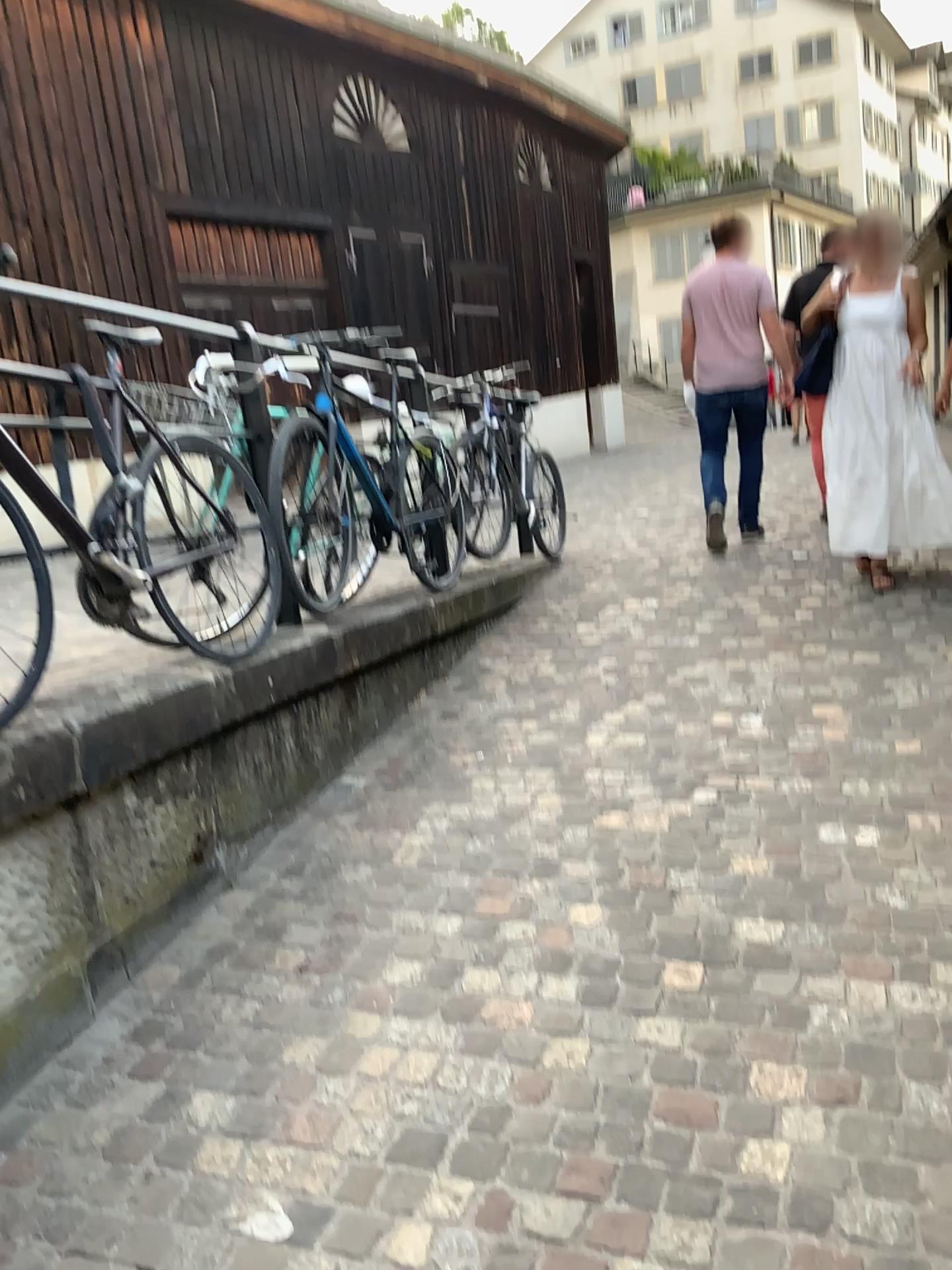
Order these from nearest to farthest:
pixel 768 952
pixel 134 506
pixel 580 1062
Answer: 1. pixel 580 1062
2. pixel 768 952
3. pixel 134 506
